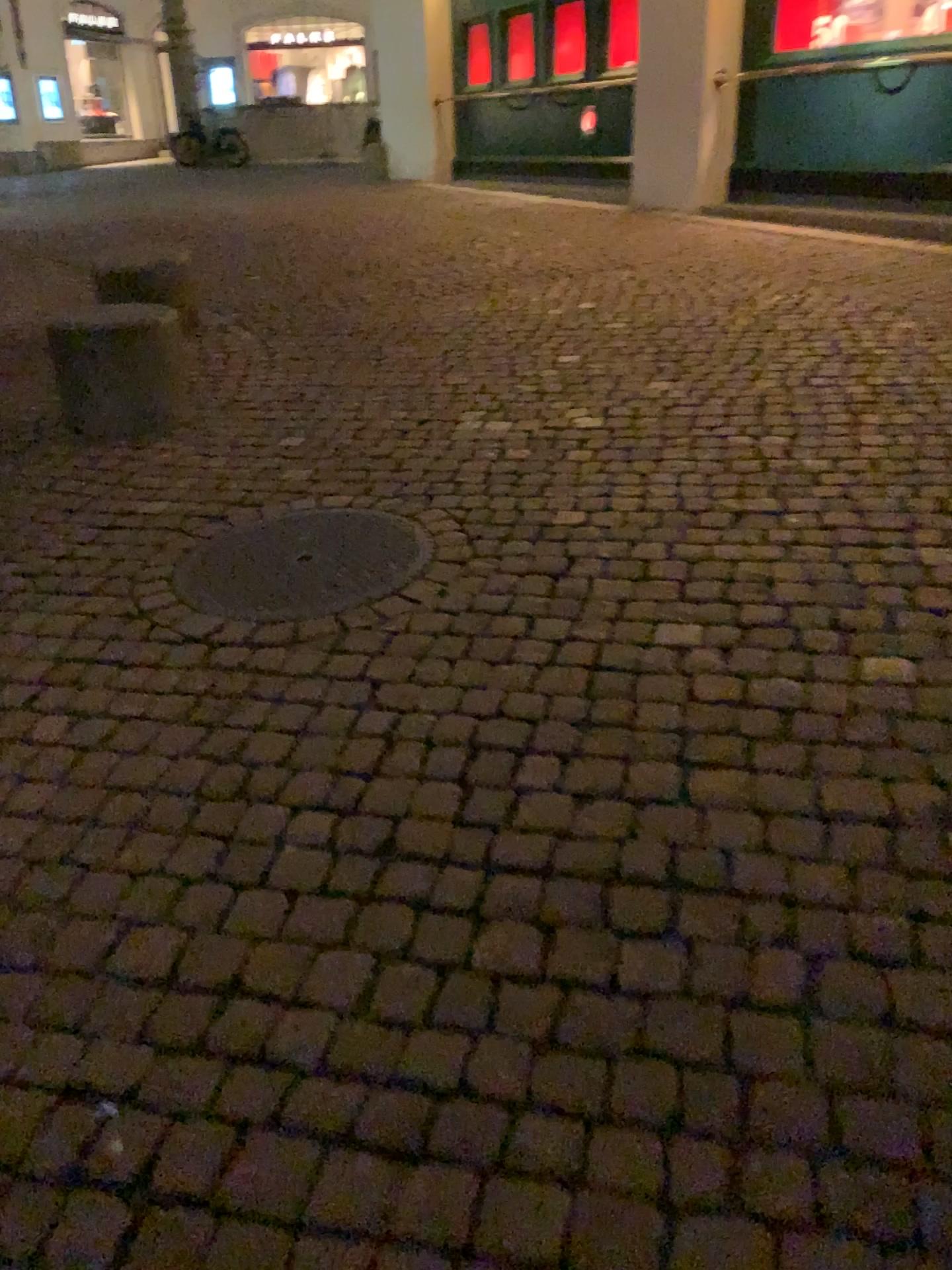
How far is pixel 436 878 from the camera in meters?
1.8

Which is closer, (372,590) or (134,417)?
(372,590)

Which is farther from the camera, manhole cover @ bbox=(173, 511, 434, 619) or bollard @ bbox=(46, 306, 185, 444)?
bollard @ bbox=(46, 306, 185, 444)
